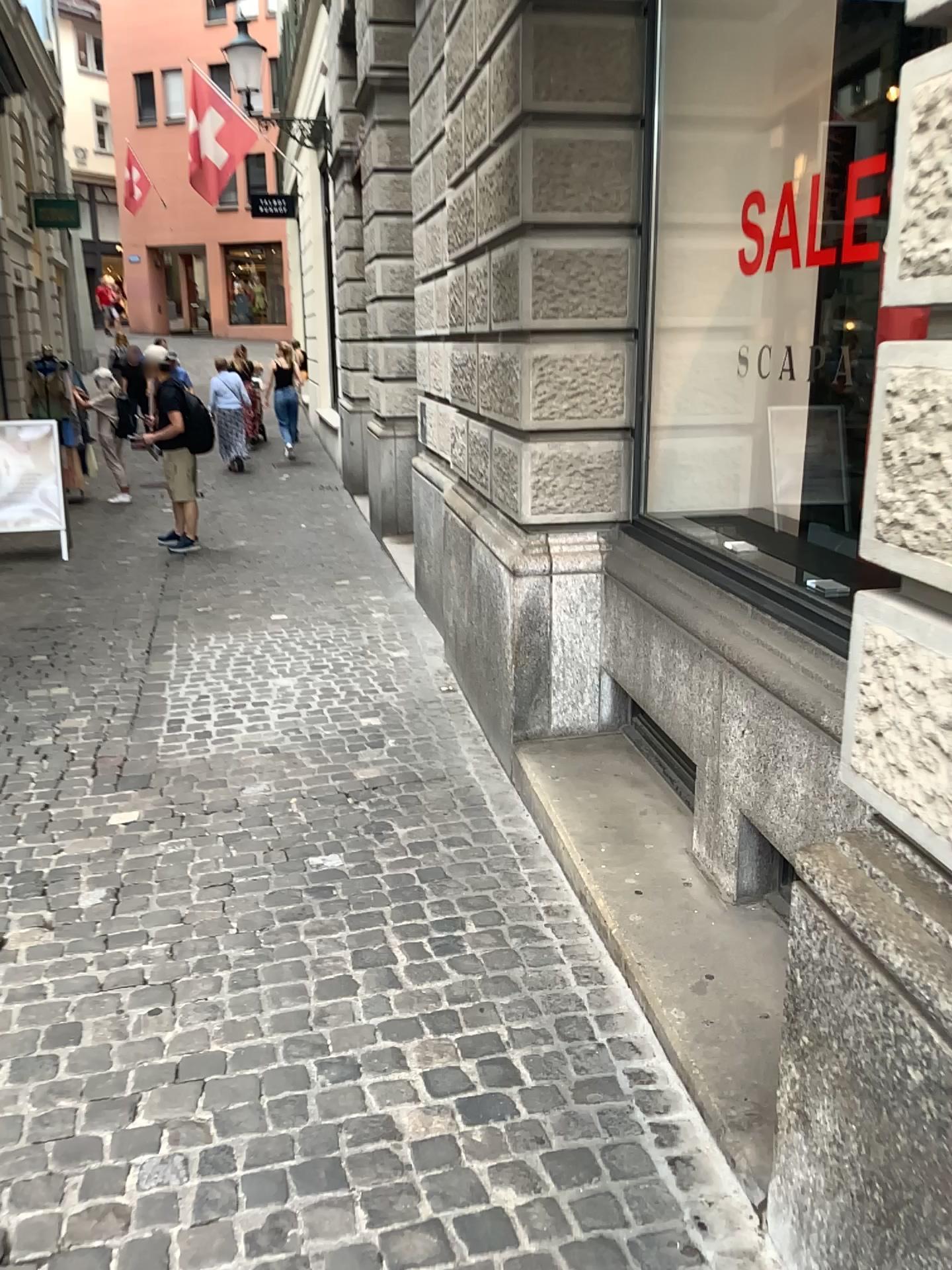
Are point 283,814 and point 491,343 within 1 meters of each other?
no
